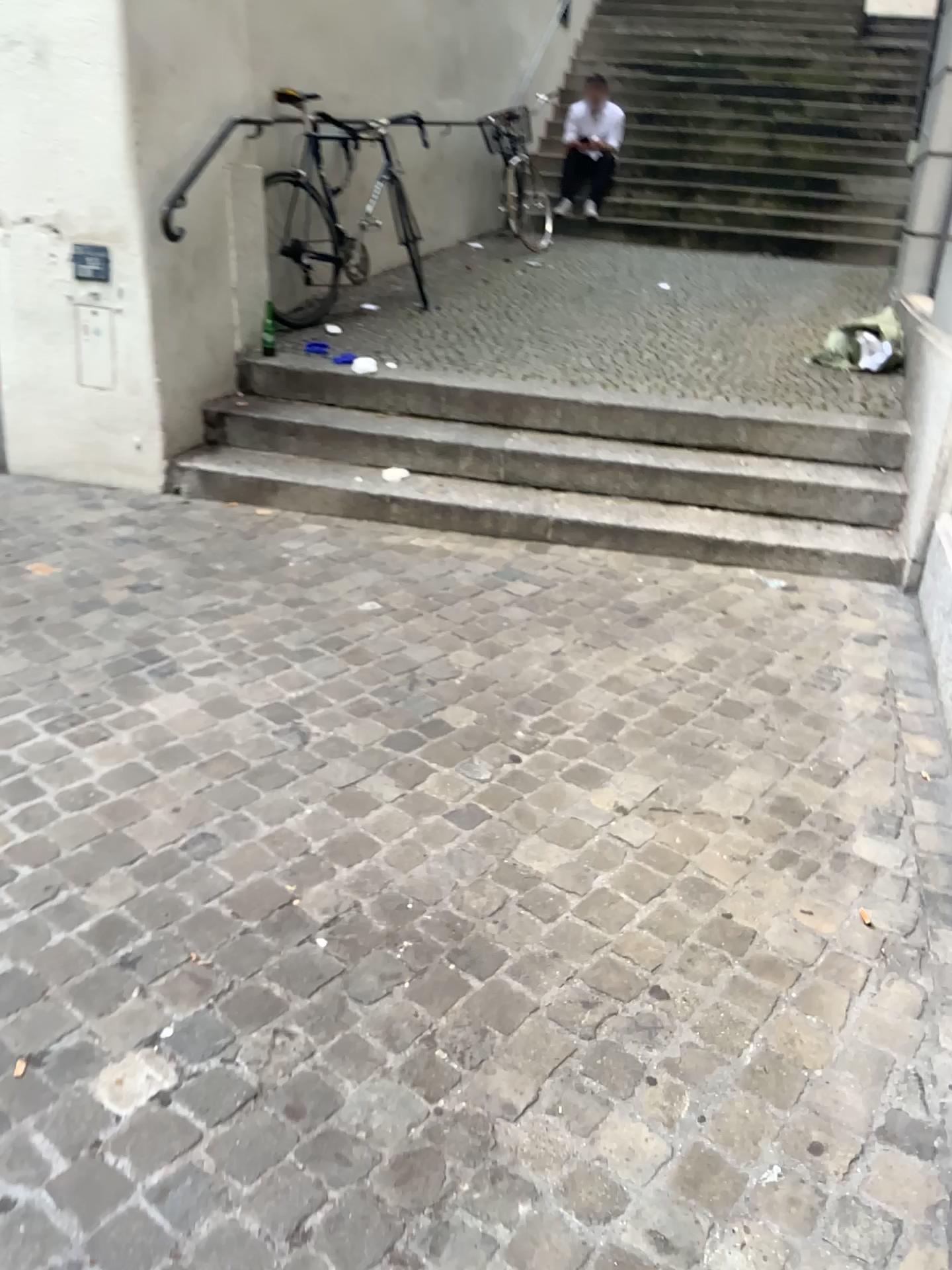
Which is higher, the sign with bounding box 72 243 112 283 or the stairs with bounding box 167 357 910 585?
the sign with bounding box 72 243 112 283

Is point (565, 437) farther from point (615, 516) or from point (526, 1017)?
point (526, 1017)

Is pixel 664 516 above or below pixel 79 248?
below
